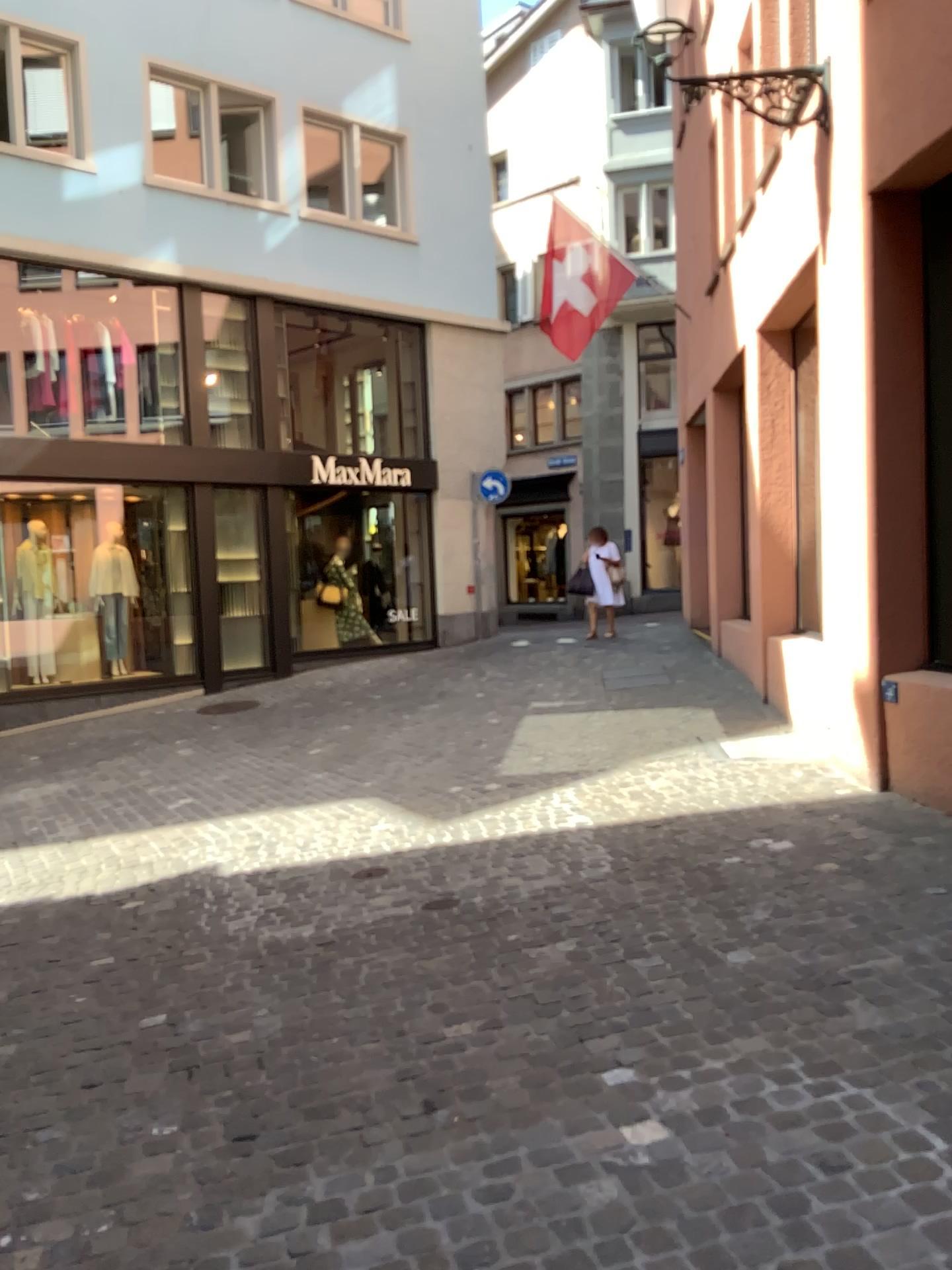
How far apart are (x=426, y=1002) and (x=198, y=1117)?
0.9m
